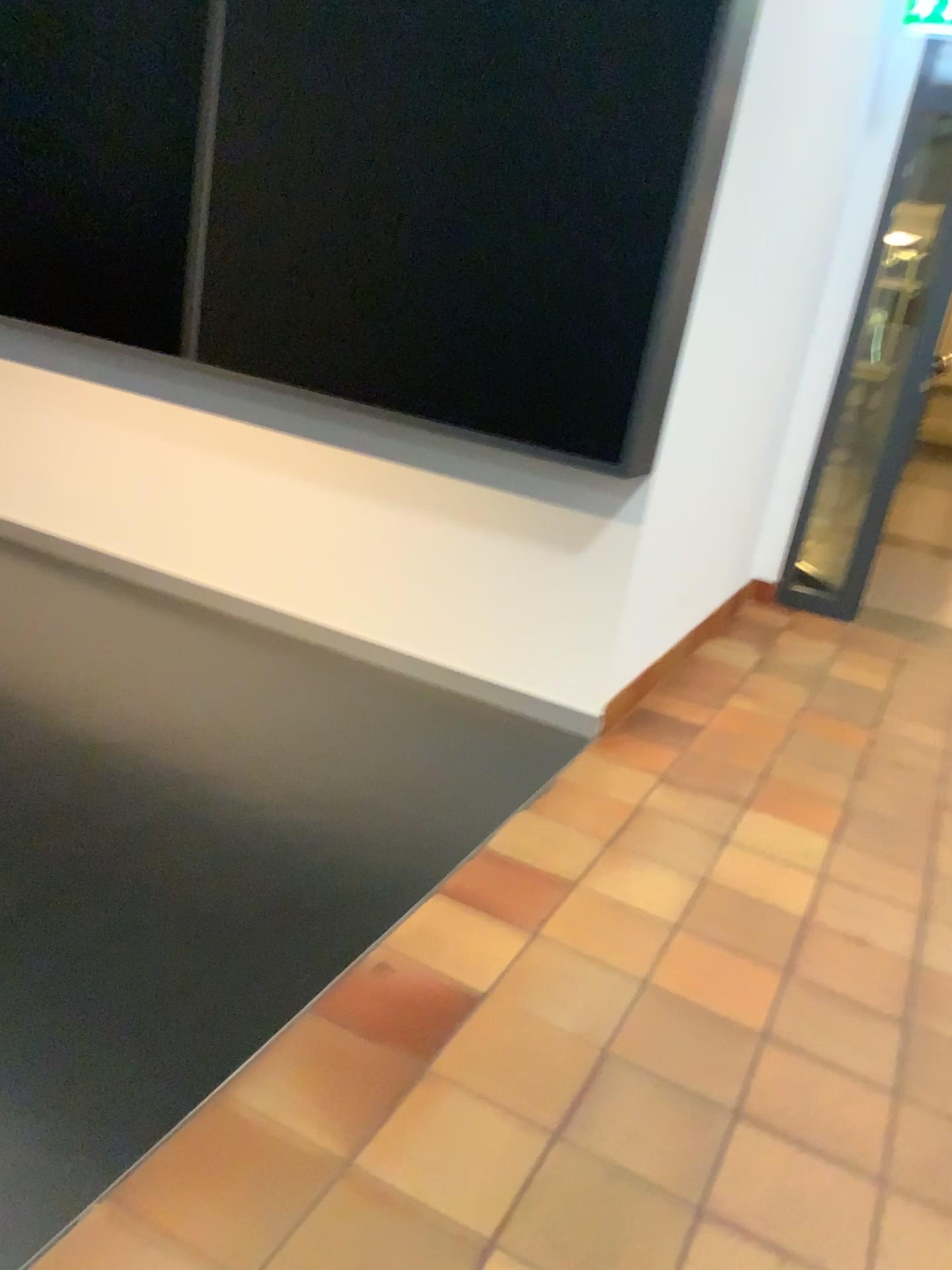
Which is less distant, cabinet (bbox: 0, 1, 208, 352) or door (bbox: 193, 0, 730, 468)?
door (bbox: 193, 0, 730, 468)

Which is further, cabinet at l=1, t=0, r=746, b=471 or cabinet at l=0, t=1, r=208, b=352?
cabinet at l=0, t=1, r=208, b=352

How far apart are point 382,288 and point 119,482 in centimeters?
146cm

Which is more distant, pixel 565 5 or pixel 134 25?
pixel 134 25

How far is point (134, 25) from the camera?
3.24m

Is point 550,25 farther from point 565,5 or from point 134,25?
point 134,25

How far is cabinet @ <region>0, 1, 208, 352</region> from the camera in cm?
324
